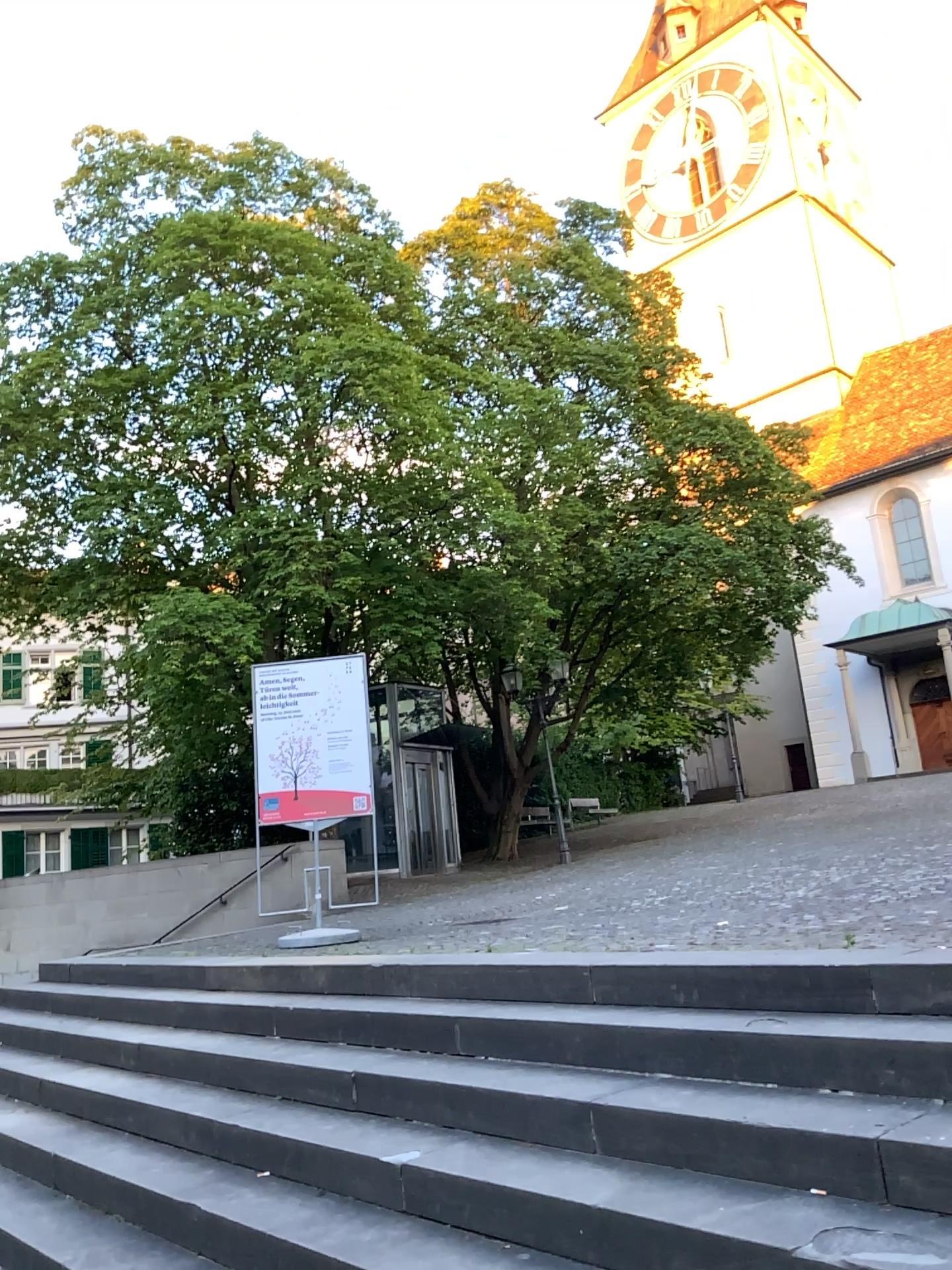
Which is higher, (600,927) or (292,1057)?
(600,927)
